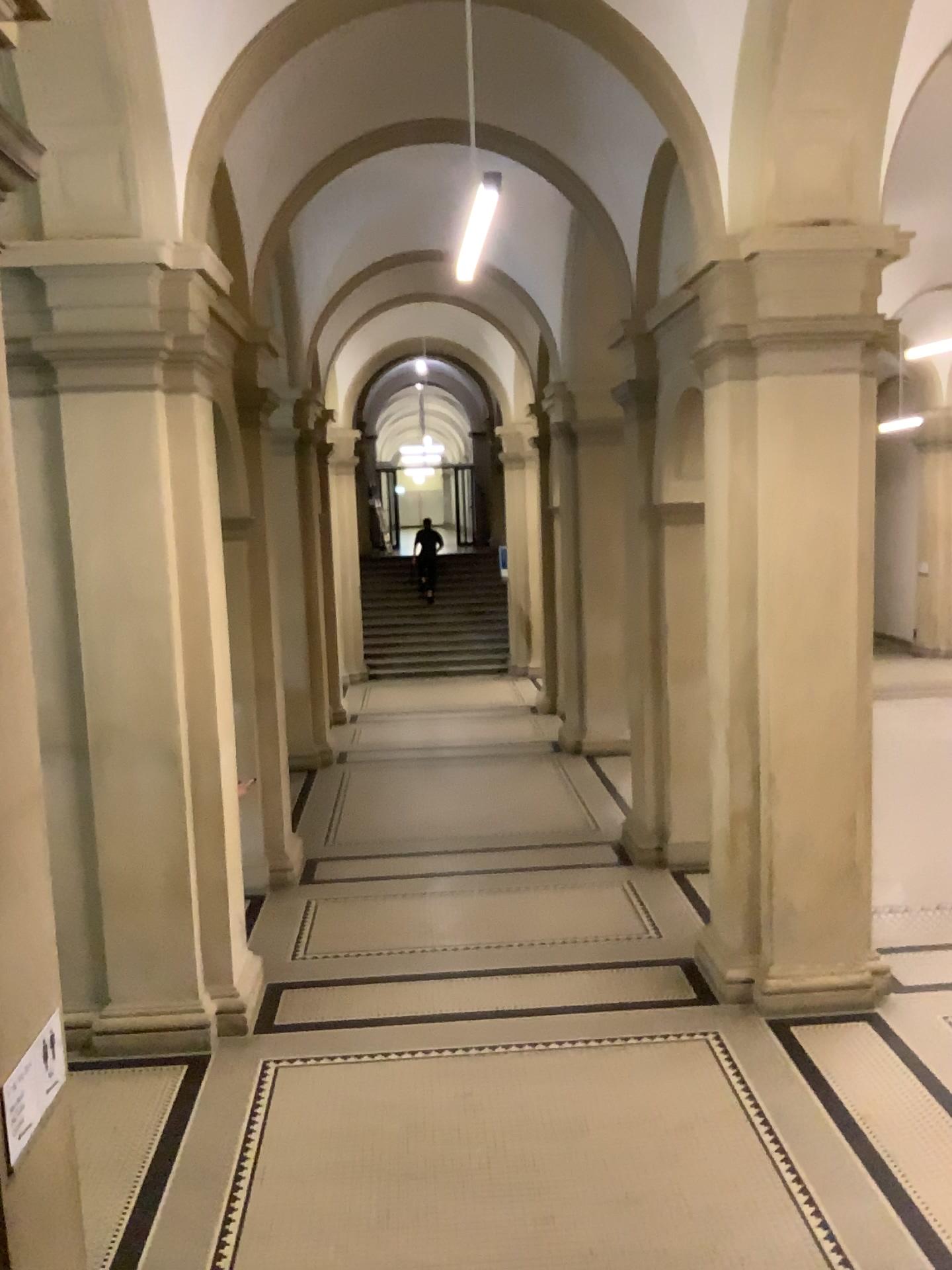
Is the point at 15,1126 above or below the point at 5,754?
below

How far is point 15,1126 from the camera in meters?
2.6

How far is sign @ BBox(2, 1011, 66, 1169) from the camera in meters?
2.6 m

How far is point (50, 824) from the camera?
3.1m
